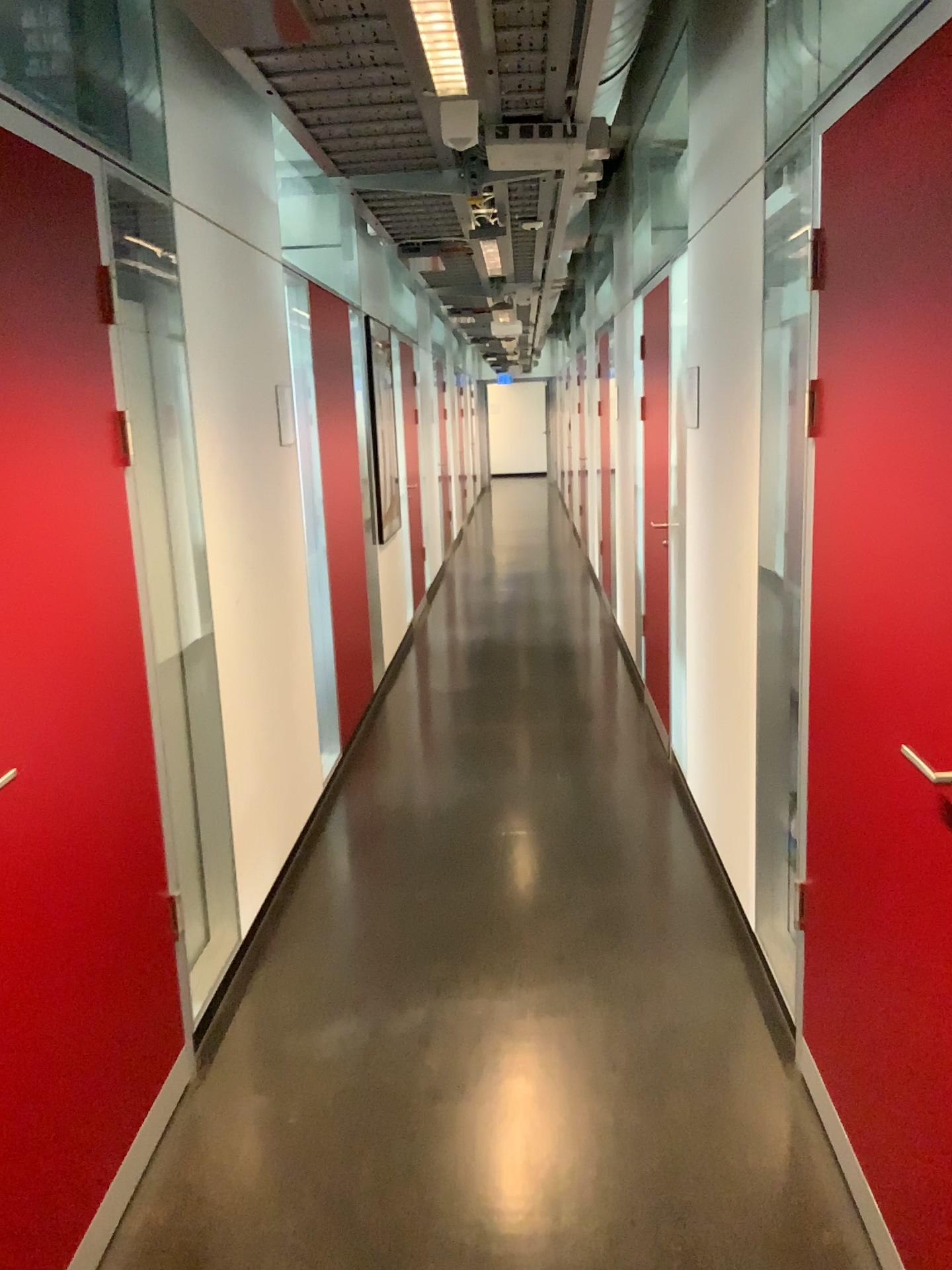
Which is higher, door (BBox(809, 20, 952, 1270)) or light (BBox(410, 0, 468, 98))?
light (BBox(410, 0, 468, 98))

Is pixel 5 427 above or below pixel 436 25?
below

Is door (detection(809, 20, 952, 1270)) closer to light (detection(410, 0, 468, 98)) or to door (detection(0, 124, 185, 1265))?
light (detection(410, 0, 468, 98))

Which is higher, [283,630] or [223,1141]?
[283,630]

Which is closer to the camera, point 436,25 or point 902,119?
point 902,119

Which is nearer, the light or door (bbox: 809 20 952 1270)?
door (bbox: 809 20 952 1270)

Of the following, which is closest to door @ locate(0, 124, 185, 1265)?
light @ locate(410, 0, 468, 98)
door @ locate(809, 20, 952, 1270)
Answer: light @ locate(410, 0, 468, 98)

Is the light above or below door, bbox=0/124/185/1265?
above

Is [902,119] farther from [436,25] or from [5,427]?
[5,427]
